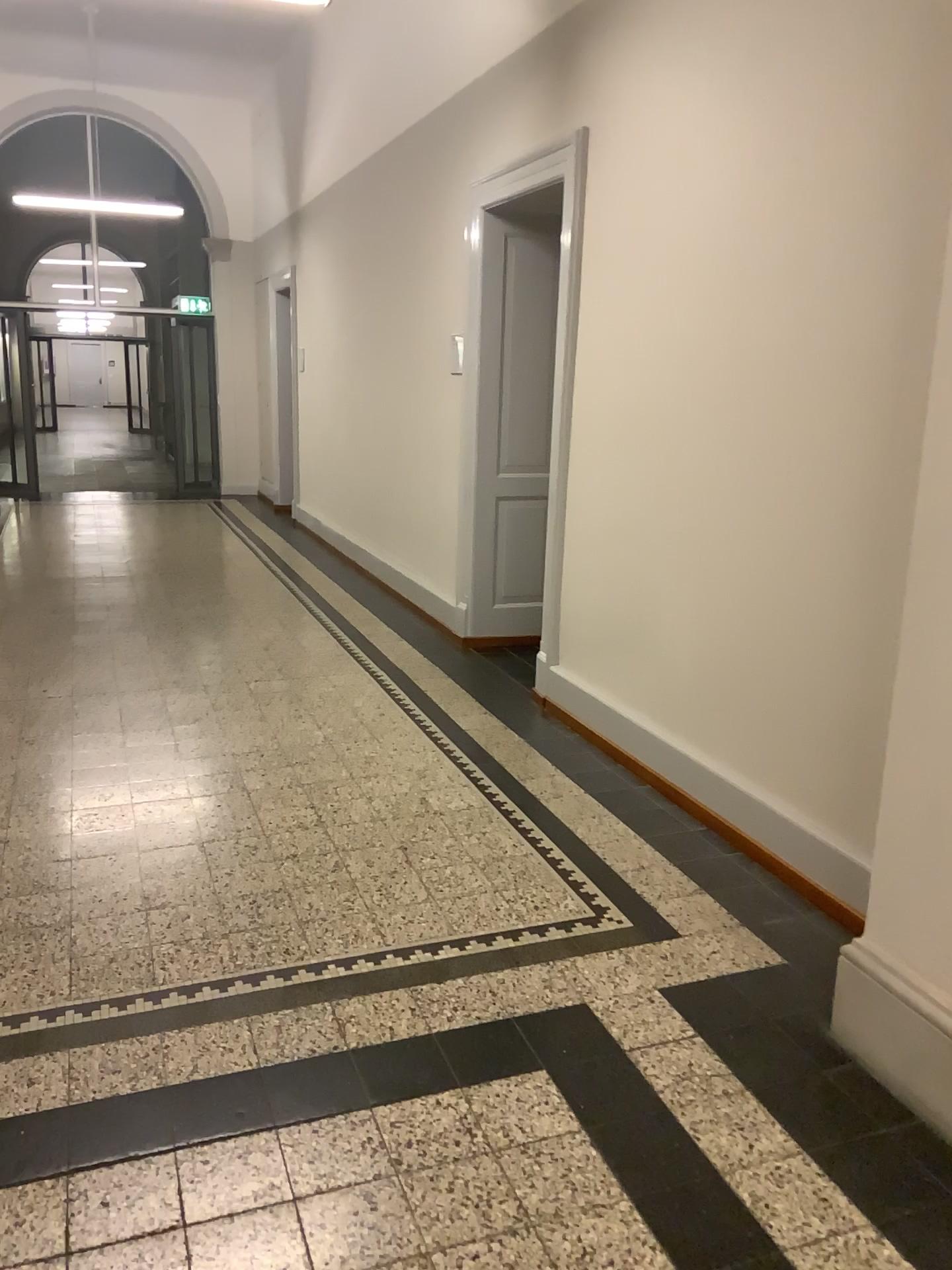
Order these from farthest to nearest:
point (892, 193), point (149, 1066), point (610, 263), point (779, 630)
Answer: point (610, 263), point (779, 630), point (892, 193), point (149, 1066)

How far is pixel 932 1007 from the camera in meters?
2.2 m

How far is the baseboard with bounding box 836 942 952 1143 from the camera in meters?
2.2 m
